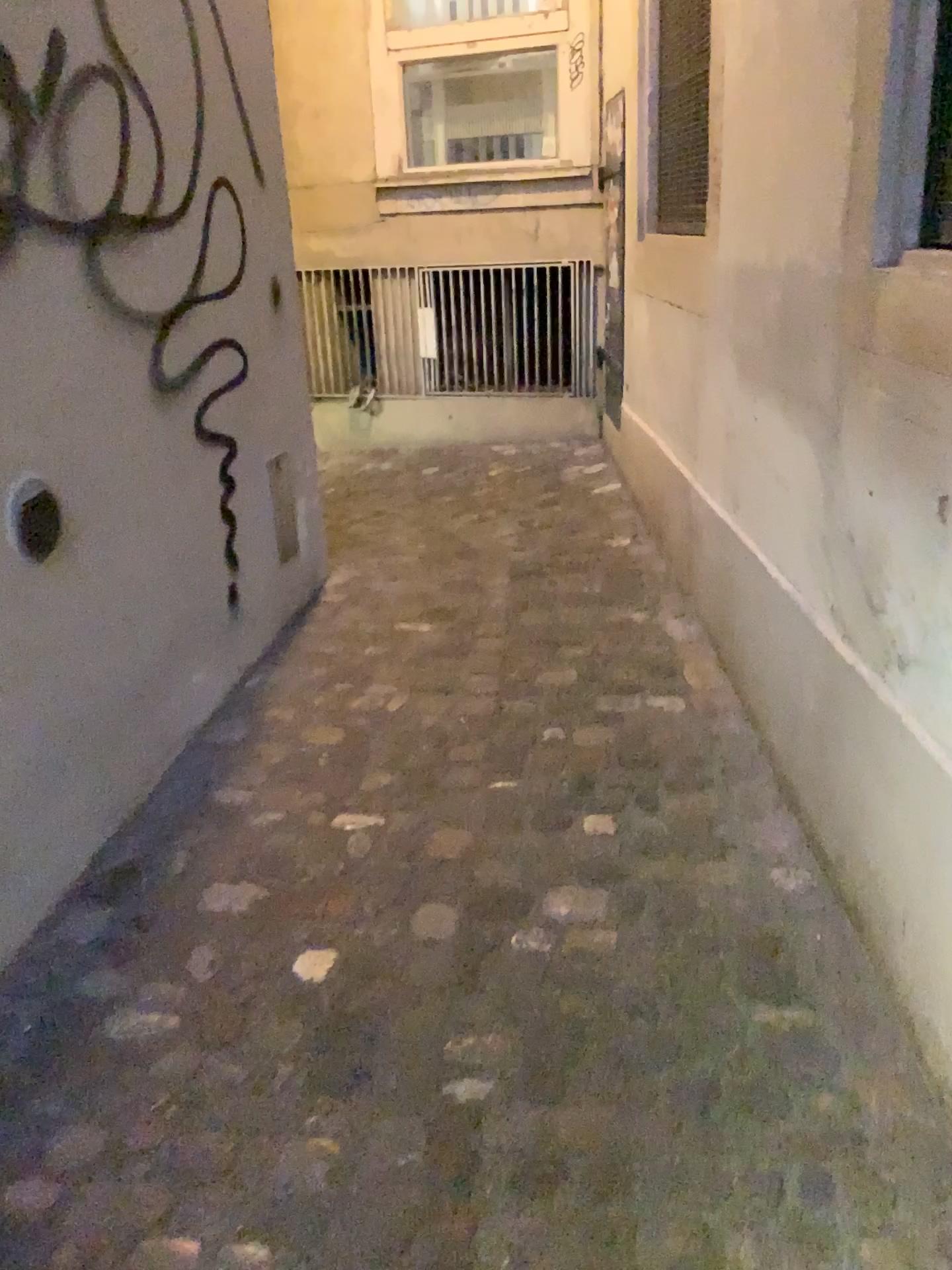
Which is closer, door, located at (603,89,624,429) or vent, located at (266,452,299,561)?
vent, located at (266,452,299,561)

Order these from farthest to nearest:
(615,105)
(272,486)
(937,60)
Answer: (615,105)
(272,486)
(937,60)

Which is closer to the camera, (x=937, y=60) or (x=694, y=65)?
(x=937, y=60)

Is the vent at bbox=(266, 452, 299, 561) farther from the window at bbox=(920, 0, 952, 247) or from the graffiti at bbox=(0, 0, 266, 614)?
the window at bbox=(920, 0, 952, 247)

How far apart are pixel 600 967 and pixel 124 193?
1.76m

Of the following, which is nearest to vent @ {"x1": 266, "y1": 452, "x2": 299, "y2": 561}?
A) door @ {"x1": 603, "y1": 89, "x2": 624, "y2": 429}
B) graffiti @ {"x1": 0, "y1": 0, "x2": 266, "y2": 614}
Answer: graffiti @ {"x1": 0, "y1": 0, "x2": 266, "y2": 614}

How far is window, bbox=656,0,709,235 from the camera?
3.3m

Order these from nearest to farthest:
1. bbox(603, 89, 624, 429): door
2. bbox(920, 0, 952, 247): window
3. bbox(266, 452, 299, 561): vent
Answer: bbox(920, 0, 952, 247): window < bbox(266, 452, 299, 561): vent < bbox(603, 89, 624, 429): door

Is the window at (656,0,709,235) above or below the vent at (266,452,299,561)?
above

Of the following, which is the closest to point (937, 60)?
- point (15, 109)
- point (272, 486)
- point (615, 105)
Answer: point (15, 109)
